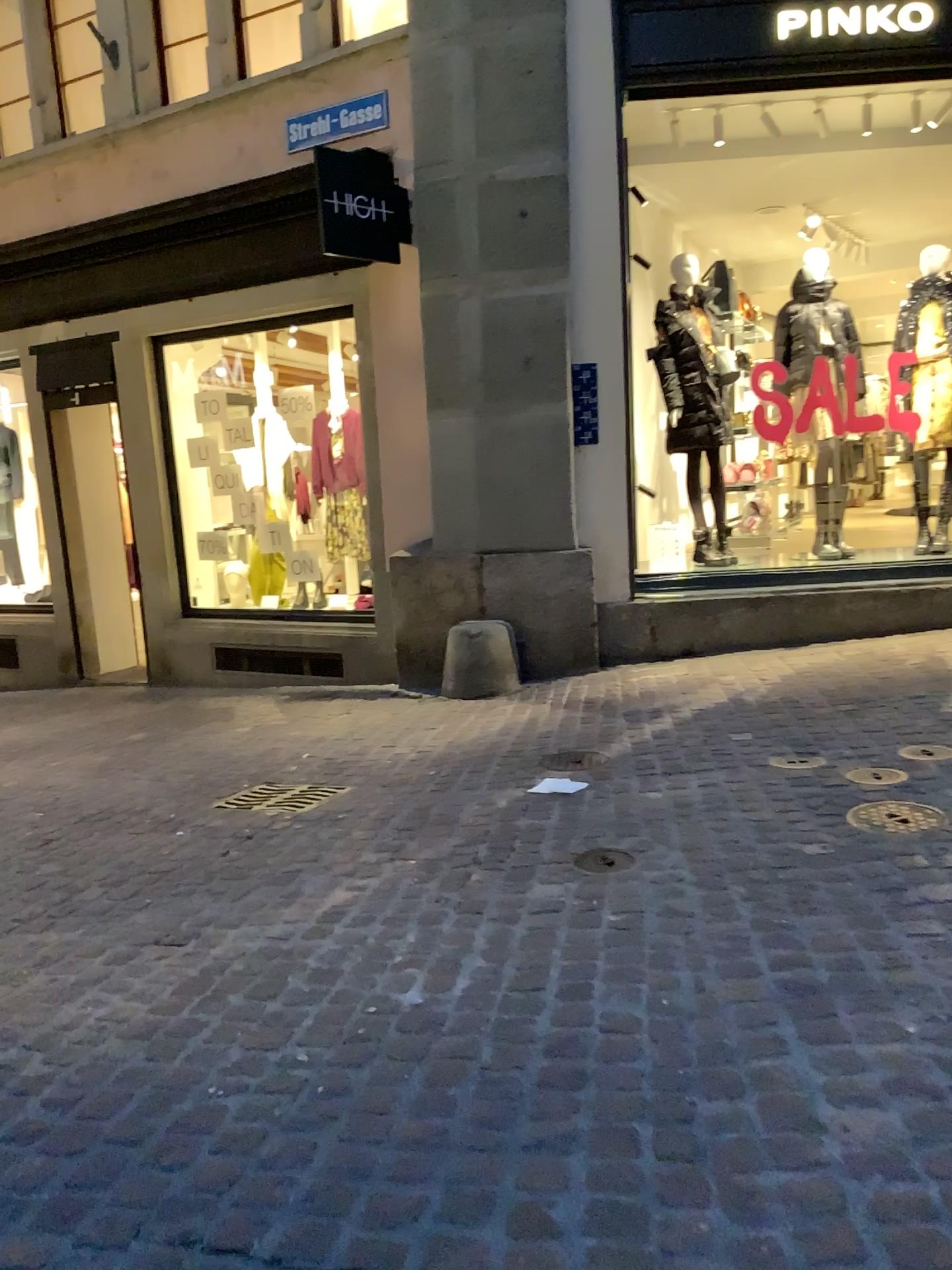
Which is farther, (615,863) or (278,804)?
(278,804)

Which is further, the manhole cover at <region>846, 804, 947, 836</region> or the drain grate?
the drain grate

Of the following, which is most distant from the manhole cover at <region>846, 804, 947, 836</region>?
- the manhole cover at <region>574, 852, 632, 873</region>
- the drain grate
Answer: the drain grate

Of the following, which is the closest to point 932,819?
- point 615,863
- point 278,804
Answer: point 615,863

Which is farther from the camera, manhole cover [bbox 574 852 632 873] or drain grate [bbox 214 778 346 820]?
drain grate [bbox 214 778 346 820]

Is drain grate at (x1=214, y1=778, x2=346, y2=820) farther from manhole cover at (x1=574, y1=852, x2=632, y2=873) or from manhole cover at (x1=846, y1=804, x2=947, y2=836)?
manhole cover at (x1=846, y1=804, x2=947, y2=836)

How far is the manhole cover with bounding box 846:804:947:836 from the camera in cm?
318

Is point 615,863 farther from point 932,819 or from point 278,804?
point 278,804

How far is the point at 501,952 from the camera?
2.6 meters
